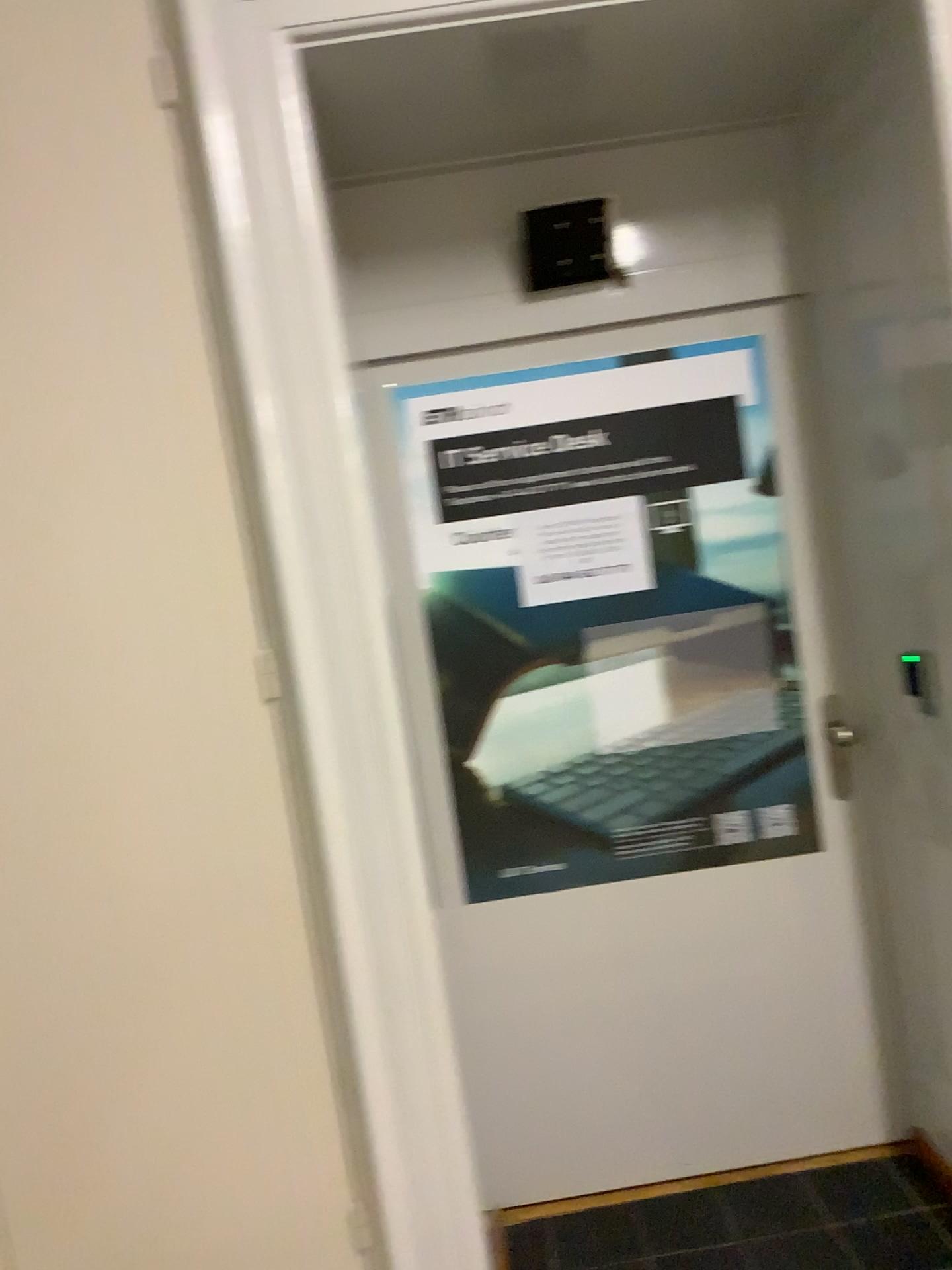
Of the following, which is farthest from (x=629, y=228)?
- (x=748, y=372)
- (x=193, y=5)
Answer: (x=193, y=5)

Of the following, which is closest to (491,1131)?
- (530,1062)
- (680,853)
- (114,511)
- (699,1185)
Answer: (530,1062)

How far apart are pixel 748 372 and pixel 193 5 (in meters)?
1.32

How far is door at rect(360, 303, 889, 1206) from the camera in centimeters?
234cm

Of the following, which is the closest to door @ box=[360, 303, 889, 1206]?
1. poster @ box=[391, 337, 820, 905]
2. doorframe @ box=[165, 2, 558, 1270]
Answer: poster @ box=[391, 337, 820, 905]

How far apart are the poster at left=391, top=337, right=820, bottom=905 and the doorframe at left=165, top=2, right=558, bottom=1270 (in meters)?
0.65

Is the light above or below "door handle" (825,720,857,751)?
above

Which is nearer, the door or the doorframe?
the doorframe

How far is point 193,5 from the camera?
1.6m

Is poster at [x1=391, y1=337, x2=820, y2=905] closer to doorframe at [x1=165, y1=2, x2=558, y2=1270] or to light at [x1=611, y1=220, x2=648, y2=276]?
light at [x1=611, y1=220, x2=648, y2=276]
